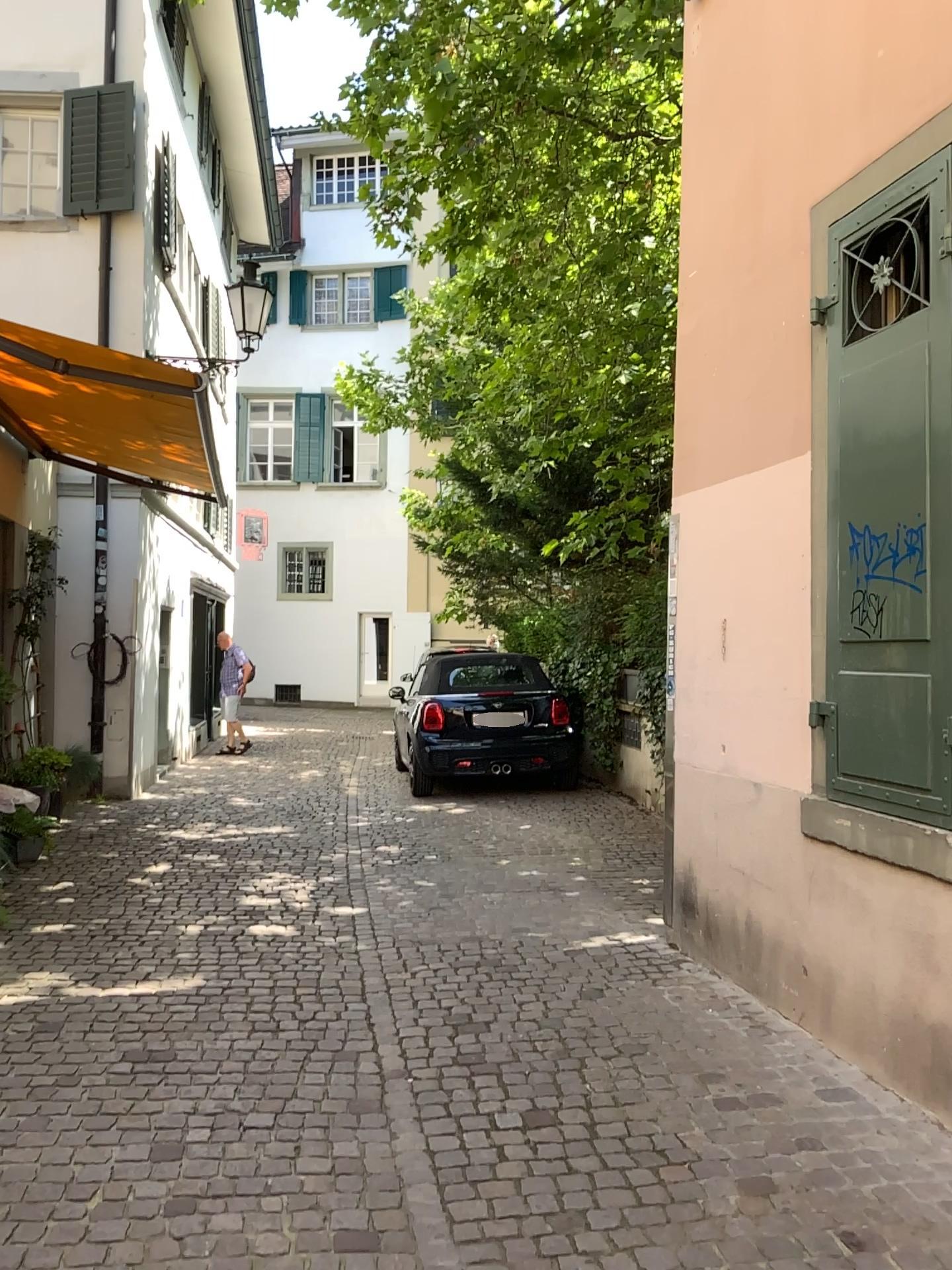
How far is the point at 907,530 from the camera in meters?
3.4

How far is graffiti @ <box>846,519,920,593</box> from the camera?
3.43m

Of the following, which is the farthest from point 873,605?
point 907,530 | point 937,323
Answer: point 937,323

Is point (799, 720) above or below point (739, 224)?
below

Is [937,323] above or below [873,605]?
above
